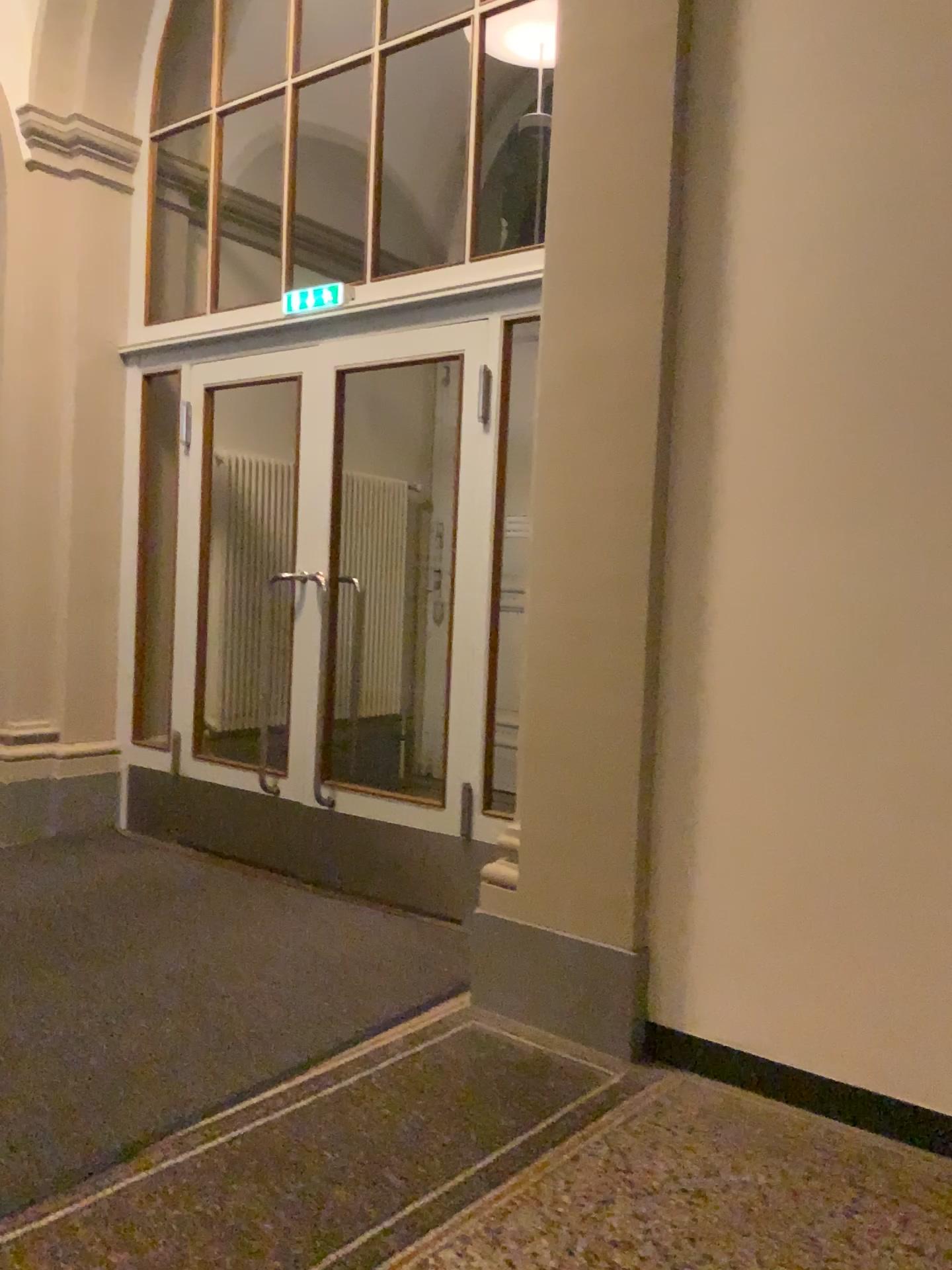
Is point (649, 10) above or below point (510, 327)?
above

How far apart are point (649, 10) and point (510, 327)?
1.16m

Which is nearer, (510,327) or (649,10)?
(649,10)

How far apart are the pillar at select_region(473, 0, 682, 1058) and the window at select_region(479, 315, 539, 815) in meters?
0.7

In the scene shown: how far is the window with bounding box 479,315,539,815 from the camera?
3.72m

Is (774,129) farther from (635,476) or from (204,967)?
(204,967)

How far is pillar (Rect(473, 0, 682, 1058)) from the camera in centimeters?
276cm

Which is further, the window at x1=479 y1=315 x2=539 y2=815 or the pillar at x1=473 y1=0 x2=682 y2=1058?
the window at x1=479 y1=315 x2=539 y2=815
